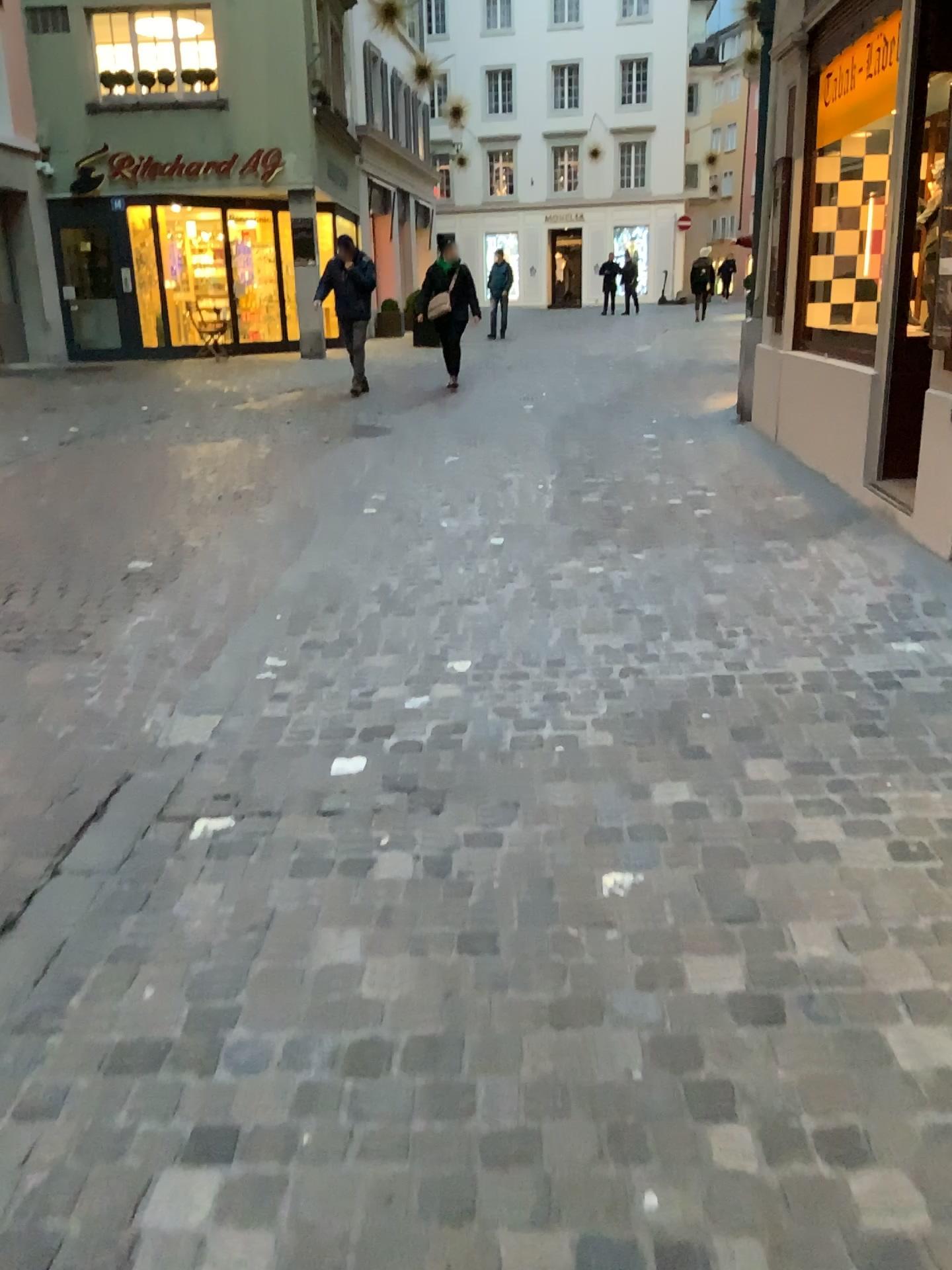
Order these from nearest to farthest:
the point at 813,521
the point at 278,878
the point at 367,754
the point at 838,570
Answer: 1. the point at 278,878
2. the point at 367,754
3. the point at 838,570
4. the point at 813,521
